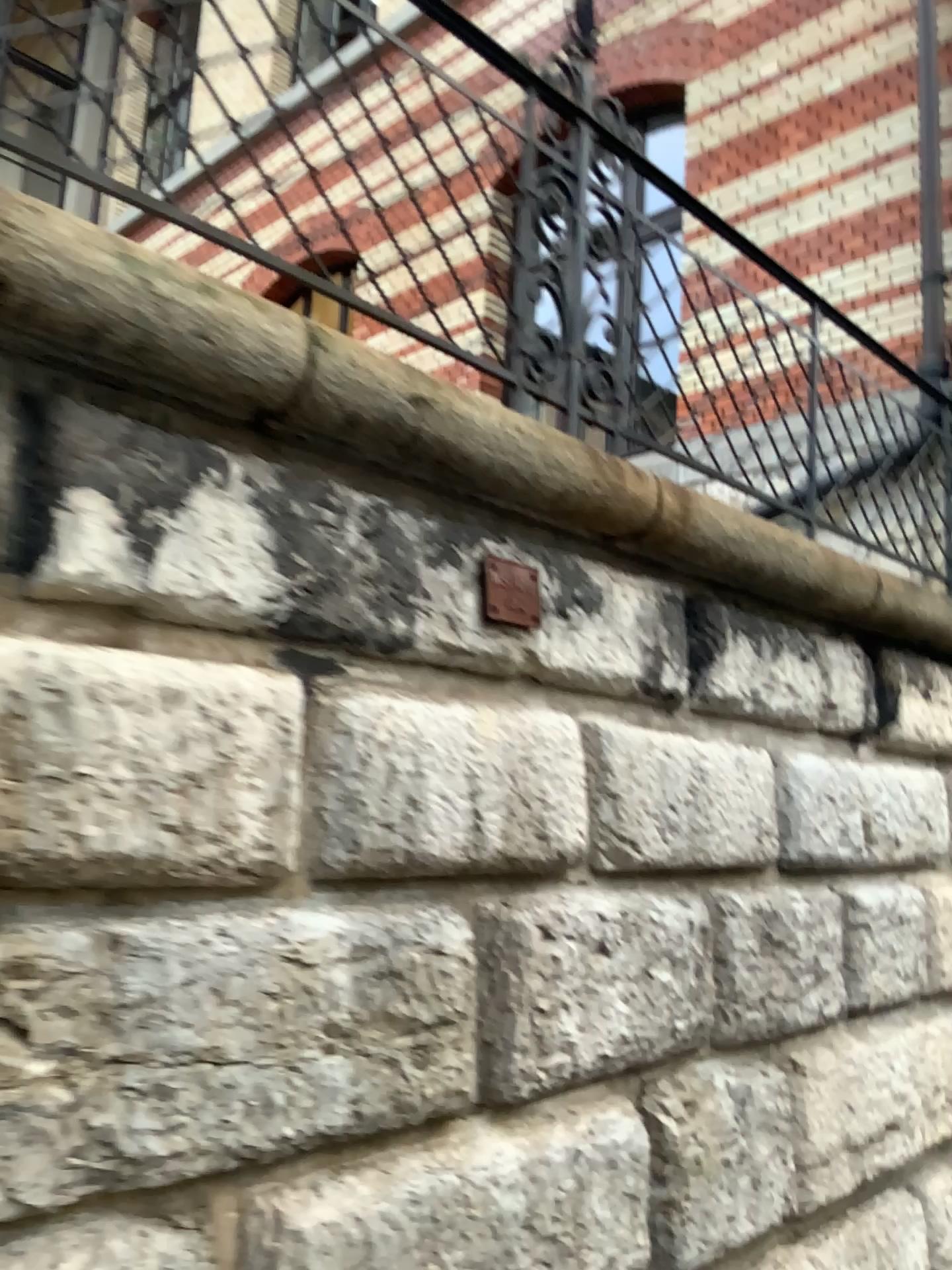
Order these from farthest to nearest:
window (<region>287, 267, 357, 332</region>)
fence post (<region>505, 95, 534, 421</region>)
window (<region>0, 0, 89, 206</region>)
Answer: fence post (<region>505, 95, 534, 421</region>), window (<region>287, 267, 357, 332</region>), window (<region>0, 0, 89, 206</region>)

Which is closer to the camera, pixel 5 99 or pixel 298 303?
pixel 5 99

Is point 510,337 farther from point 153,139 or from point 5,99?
point 5,99

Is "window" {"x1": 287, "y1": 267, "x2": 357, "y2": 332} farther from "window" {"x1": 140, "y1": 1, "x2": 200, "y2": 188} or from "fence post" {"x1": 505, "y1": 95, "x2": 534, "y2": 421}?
"fence post" {"x1": 505, "y1": 95, "x2": 534, "y2": 421}

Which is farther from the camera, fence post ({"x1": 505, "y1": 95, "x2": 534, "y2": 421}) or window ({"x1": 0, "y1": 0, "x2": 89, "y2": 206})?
fence post ({"x1": 505, "y1": 95, "x2": 534, "y2": 421})

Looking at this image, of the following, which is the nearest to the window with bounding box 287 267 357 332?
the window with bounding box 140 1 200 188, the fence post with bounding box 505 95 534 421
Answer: the window with bounding box 140 1 200 188

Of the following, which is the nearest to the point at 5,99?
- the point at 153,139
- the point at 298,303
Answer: the point at 153,139

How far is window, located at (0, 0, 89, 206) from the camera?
1.8 meters

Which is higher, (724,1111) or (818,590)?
(818,590)
